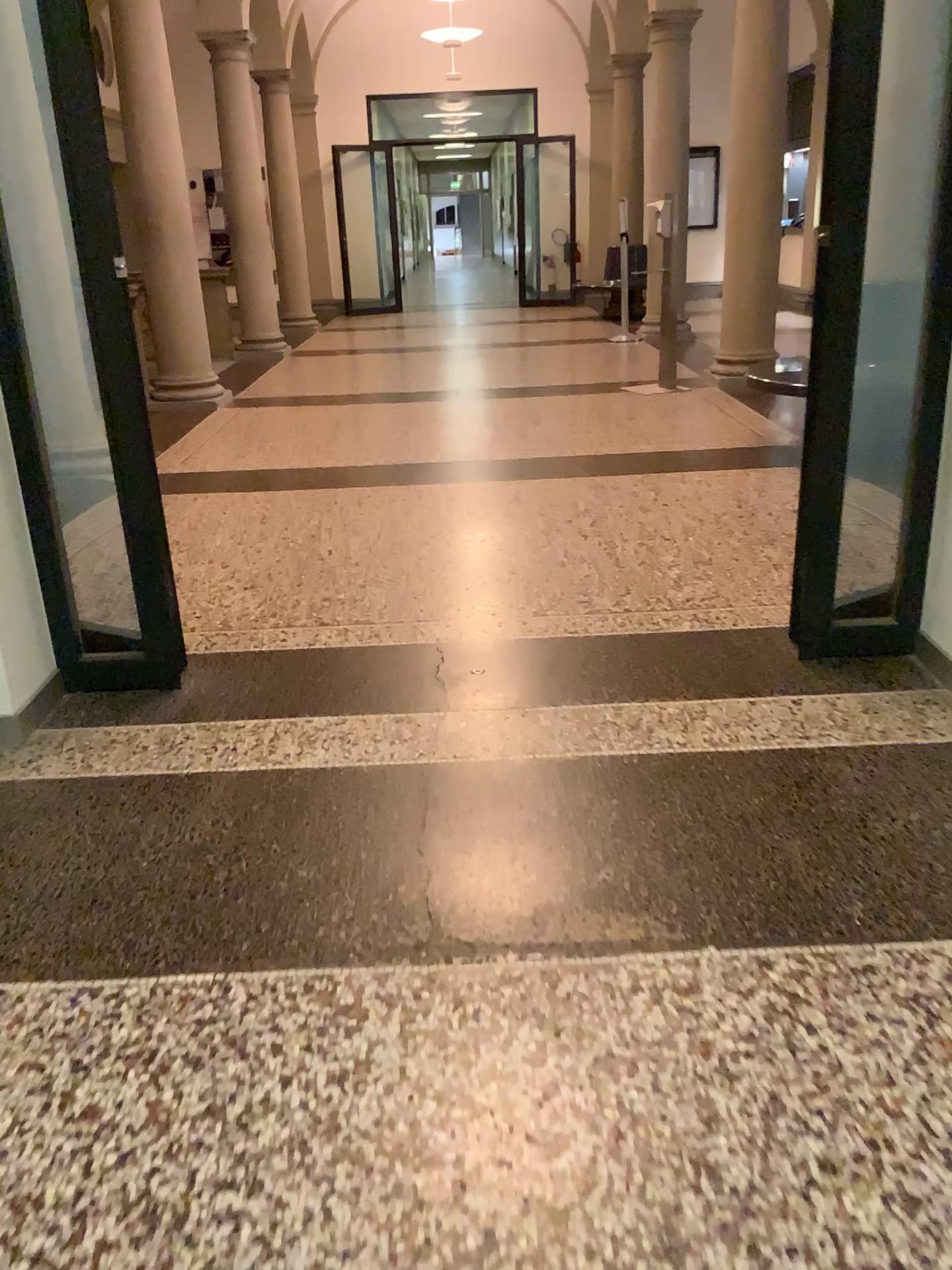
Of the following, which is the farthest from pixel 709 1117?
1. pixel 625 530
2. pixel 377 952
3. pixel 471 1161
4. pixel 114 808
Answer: pixel 625 530
